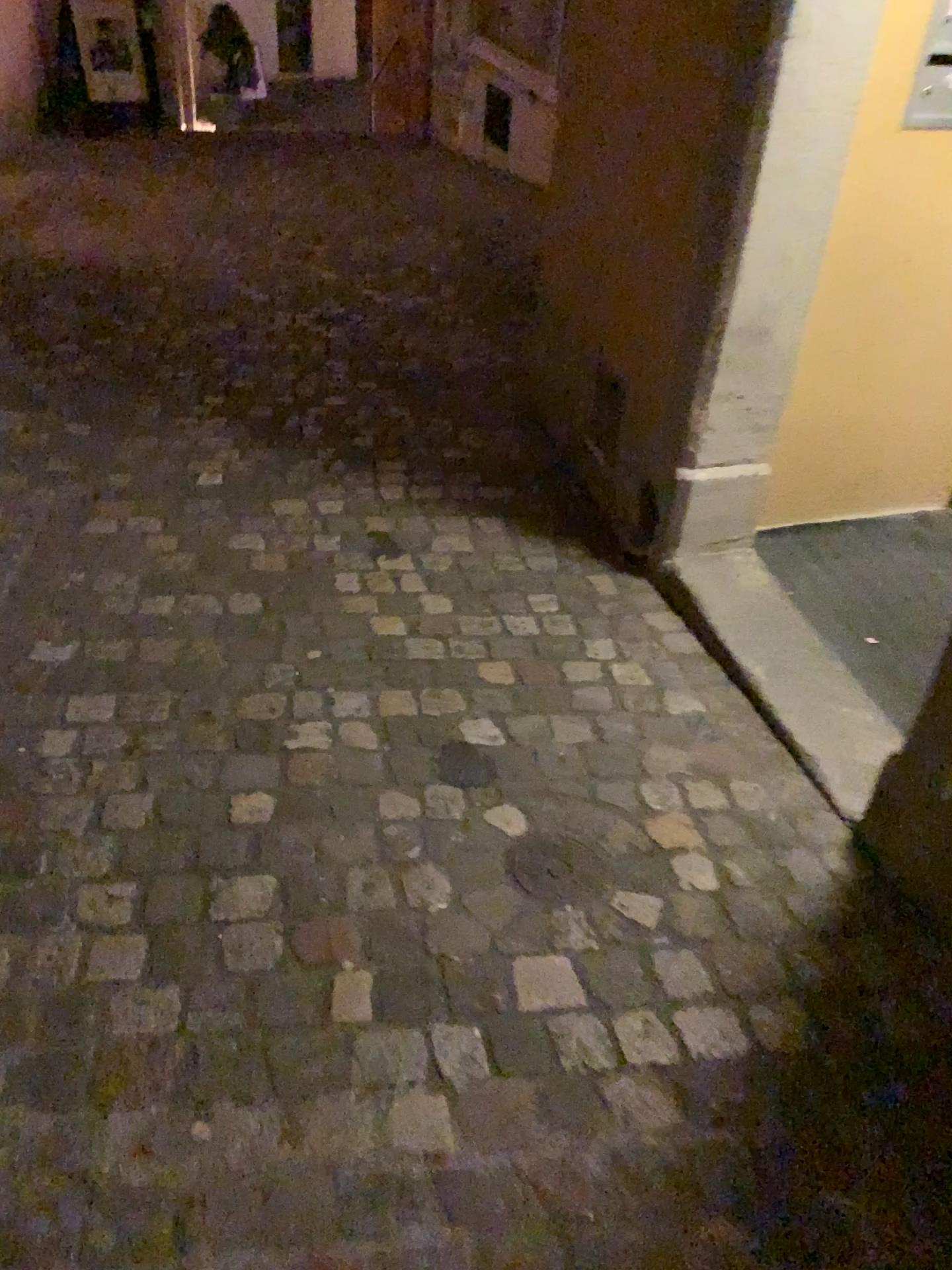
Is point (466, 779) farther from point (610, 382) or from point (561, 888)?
point (610, 382)

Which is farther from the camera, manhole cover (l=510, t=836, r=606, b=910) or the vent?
the vent

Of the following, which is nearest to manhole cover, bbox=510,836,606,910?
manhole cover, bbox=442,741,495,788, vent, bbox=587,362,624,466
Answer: manhole cover, bbox=442,741,495,788

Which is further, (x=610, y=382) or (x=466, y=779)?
(x=610, y=382)

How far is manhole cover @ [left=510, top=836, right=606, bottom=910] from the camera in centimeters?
174cm

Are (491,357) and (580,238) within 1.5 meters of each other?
yes

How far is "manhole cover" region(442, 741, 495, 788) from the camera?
1.96m

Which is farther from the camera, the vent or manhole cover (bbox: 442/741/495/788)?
the vent

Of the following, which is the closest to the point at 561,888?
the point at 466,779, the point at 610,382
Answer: the point at 466,779

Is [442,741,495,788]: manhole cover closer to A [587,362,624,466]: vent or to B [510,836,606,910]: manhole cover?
B [510,836,606,910]: manhole cover
